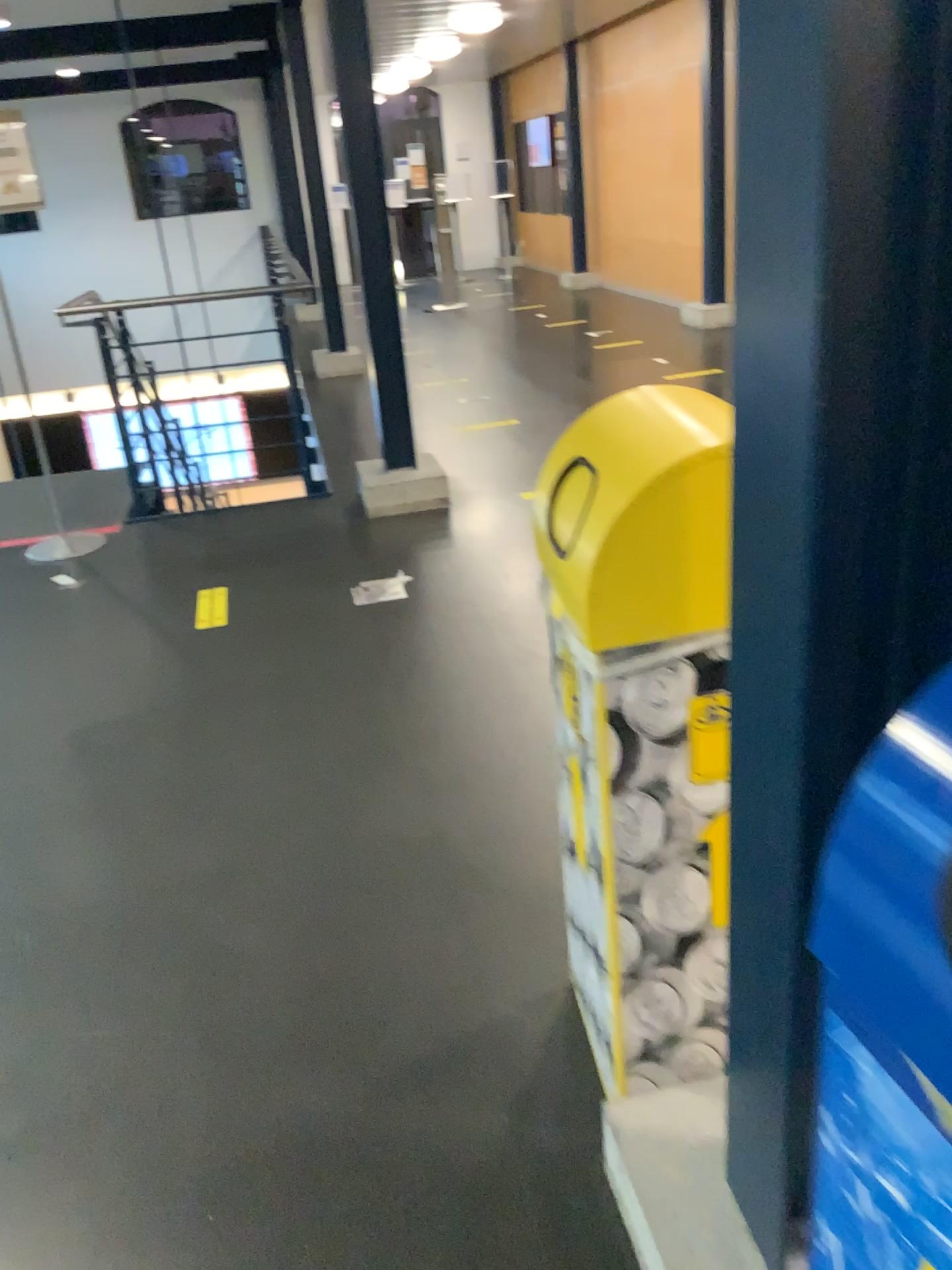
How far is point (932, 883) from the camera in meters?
0.6 m

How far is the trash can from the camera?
0.59m

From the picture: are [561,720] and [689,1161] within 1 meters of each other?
Answer: yes

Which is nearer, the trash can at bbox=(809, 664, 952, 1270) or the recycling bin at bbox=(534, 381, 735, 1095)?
the trash can at bbox=(809, 664, 952, 1270)

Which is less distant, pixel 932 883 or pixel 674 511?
pixel 932 883
